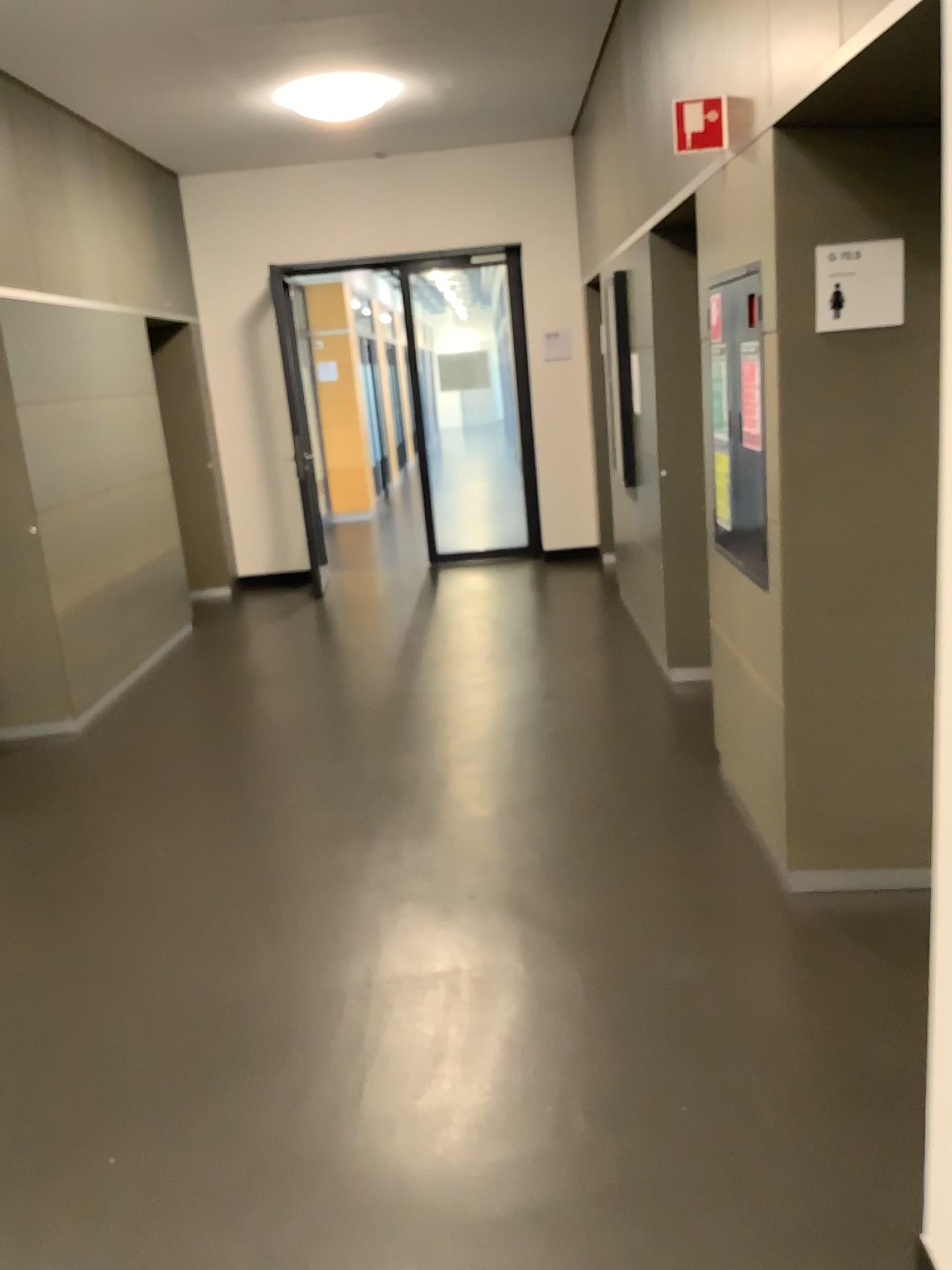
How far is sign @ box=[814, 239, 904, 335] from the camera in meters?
2.7

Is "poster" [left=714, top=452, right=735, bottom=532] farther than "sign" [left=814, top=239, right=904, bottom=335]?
Yes

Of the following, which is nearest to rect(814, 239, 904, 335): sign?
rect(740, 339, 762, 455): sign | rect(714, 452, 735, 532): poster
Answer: rect(740, 339, 762, 455): sign

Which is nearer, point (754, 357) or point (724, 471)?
point (754, 357)

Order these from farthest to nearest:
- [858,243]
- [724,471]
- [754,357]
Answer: [724,471] < [754,357] < [858,243]

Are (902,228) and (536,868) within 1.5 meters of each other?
no

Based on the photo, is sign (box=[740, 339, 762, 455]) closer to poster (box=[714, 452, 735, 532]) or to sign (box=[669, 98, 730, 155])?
poster (box=[714, 452, 735, 532])

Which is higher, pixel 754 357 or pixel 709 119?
pixel 709 119

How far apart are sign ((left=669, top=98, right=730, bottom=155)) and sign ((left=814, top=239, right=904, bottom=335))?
0.49m

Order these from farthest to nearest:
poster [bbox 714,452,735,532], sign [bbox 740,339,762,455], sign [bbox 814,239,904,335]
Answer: poster [bbox 714,452,735,532] < sign [bbox 740,339,762,455] < sign [bbox 814,239,904,335]
